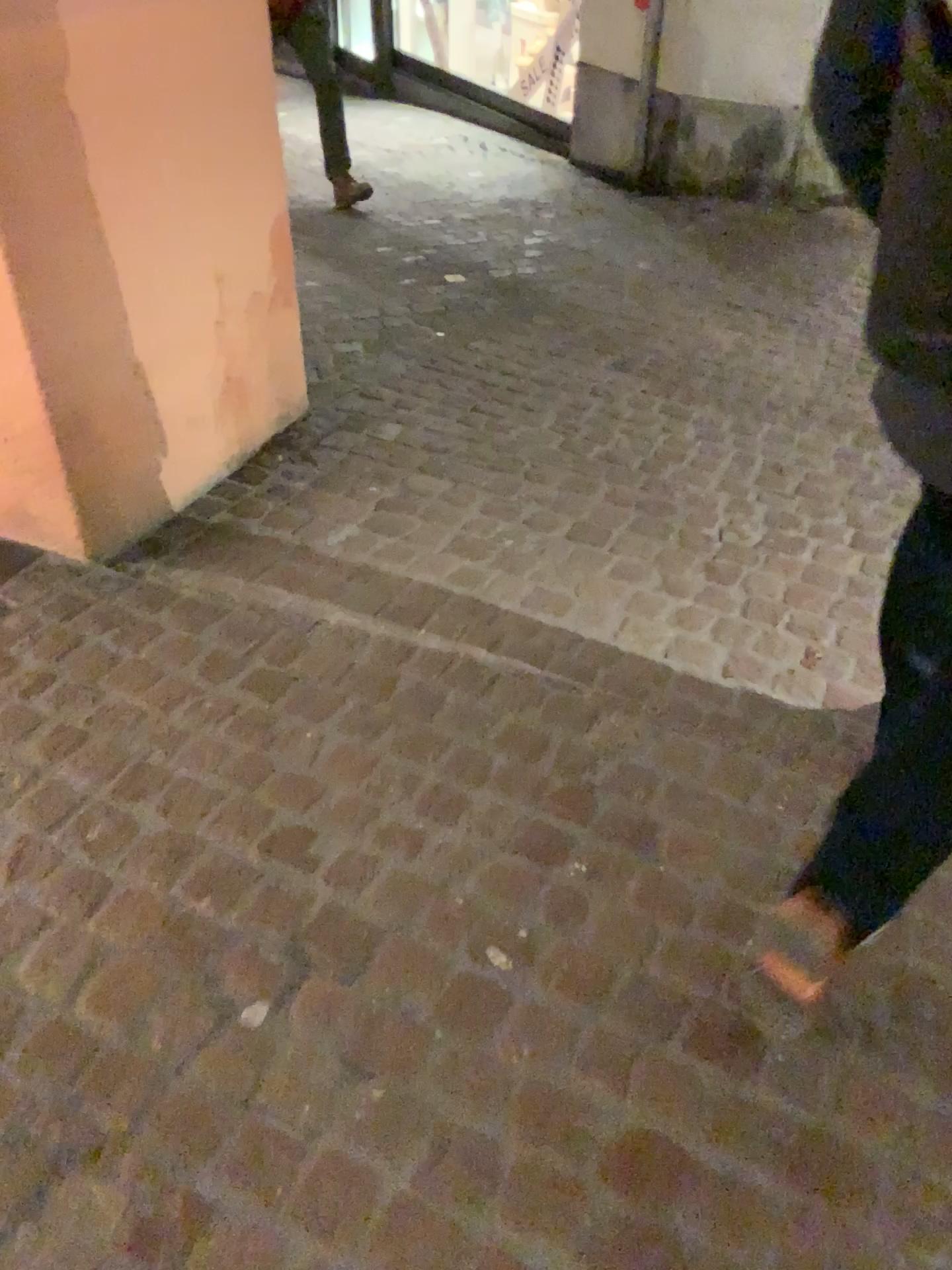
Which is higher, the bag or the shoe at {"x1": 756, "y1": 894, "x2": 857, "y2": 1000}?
the bag

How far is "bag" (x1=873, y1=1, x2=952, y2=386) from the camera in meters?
0.9

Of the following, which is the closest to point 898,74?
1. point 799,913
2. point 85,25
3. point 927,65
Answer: point 927,65

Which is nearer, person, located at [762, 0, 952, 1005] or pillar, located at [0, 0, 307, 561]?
person, located at [762, 0, 952, 1005]

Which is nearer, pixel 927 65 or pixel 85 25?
pixel 927 65

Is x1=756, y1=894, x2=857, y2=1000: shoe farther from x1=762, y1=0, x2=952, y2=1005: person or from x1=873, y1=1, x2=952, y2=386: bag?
x1=873, y1=1, x2=952, y2=386: bag

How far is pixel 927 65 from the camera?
0.9 meters

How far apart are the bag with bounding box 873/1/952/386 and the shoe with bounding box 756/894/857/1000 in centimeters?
65cm

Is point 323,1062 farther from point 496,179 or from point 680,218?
point 496,179

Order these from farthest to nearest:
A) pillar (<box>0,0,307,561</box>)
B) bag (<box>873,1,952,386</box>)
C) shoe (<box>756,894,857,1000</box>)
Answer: pillar (<box>0,0,307,561</box>)
shoe (<box>756,894,857,1000</box>)
bag (<box>873,1,952,386</box>)
